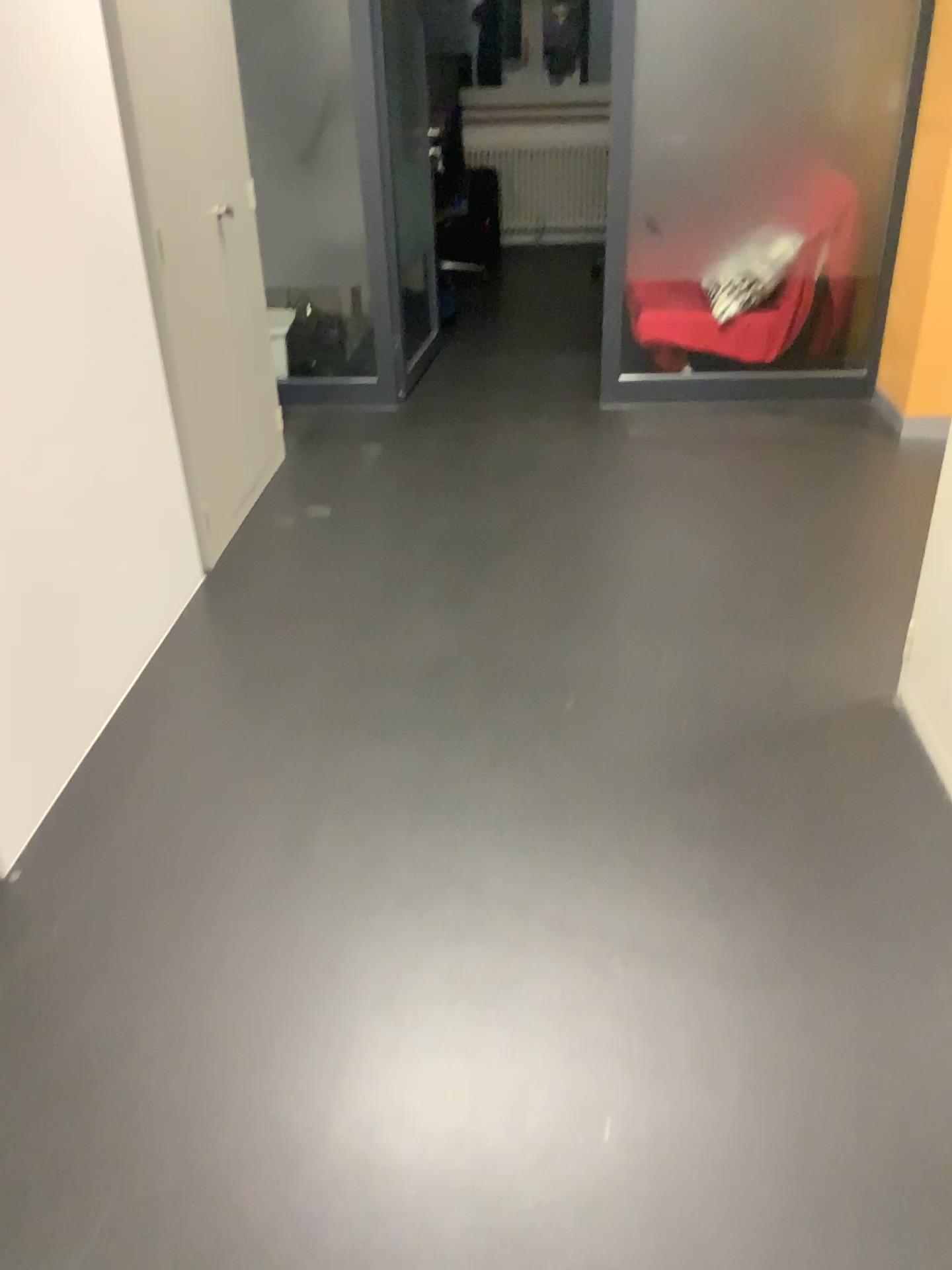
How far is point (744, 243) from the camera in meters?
4.3 m

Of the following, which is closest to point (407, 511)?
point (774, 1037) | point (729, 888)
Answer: point (729, 888)

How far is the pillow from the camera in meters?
4.3 m

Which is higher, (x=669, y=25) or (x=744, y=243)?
(x=669, y=25)
